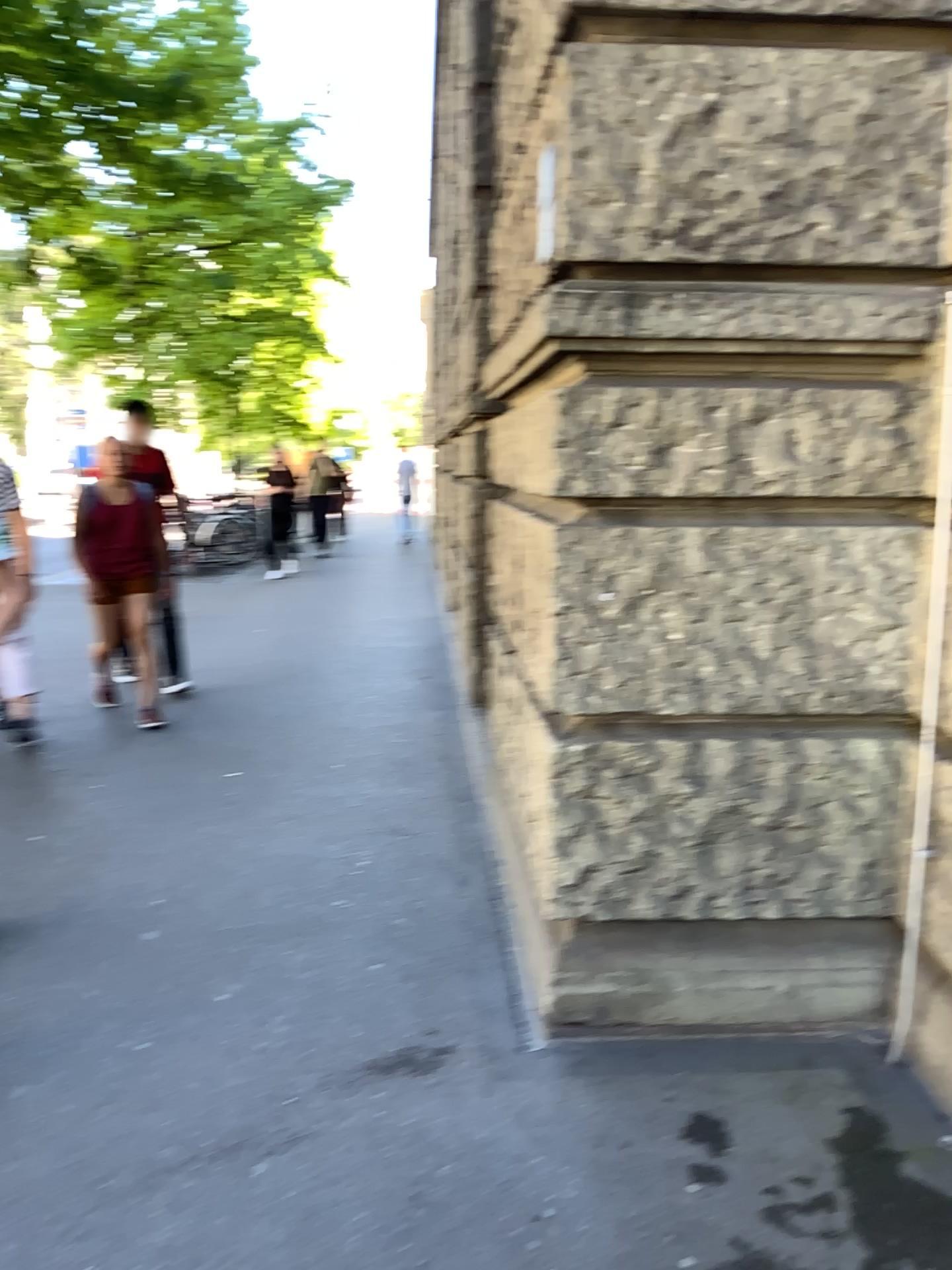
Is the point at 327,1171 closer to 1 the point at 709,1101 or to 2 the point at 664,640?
1 the point at 709,1101
